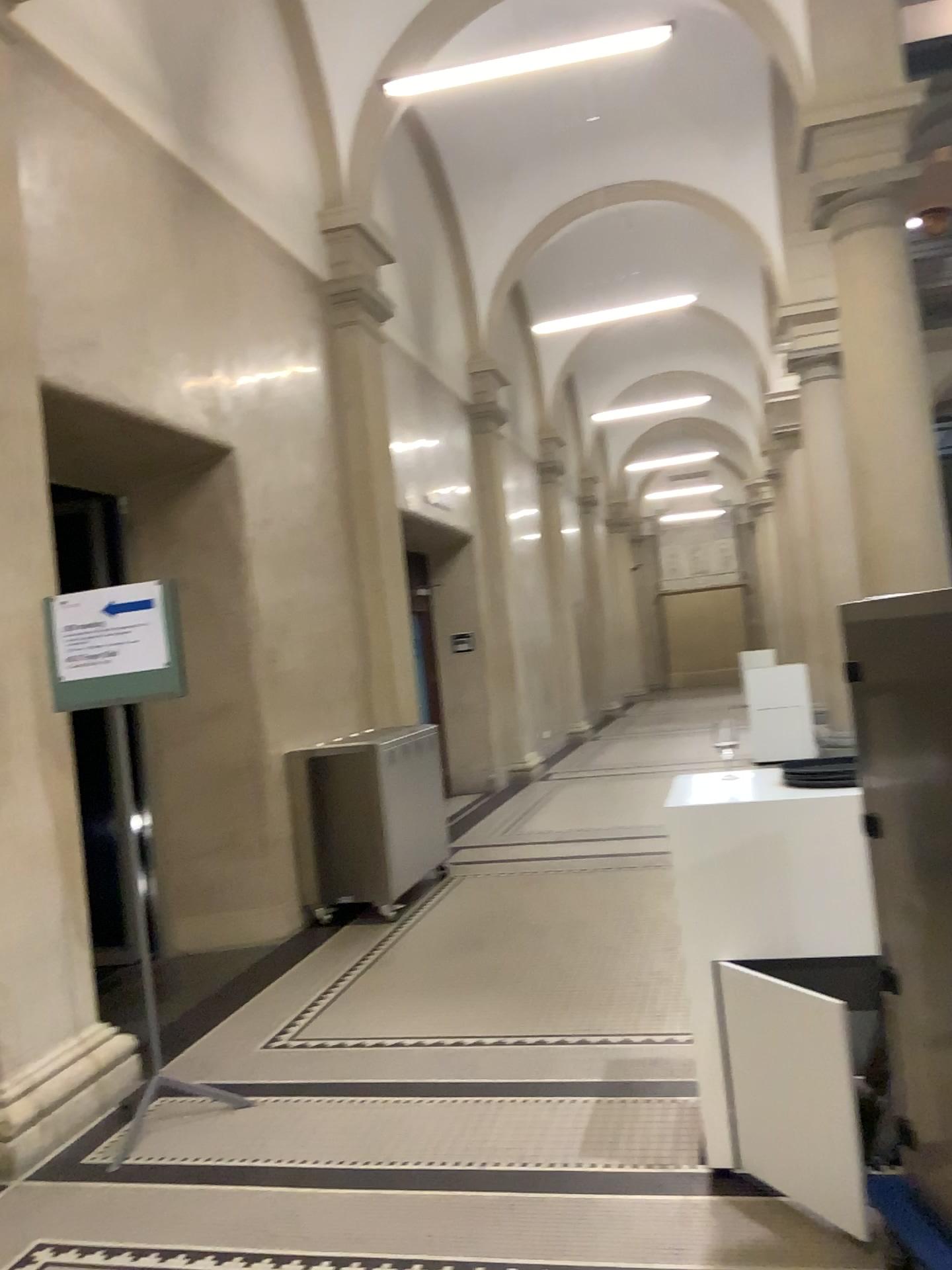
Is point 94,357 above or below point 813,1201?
above

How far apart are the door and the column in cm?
212

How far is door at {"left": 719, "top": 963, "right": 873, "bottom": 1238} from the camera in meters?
2.5

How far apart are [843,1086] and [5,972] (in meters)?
2.61

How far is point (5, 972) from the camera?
3.5 meters

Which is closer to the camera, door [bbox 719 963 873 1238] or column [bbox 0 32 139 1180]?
door [bbox 719 963 873 1238]

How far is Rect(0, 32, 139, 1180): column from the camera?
3.5m

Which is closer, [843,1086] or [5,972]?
[843,1086]
